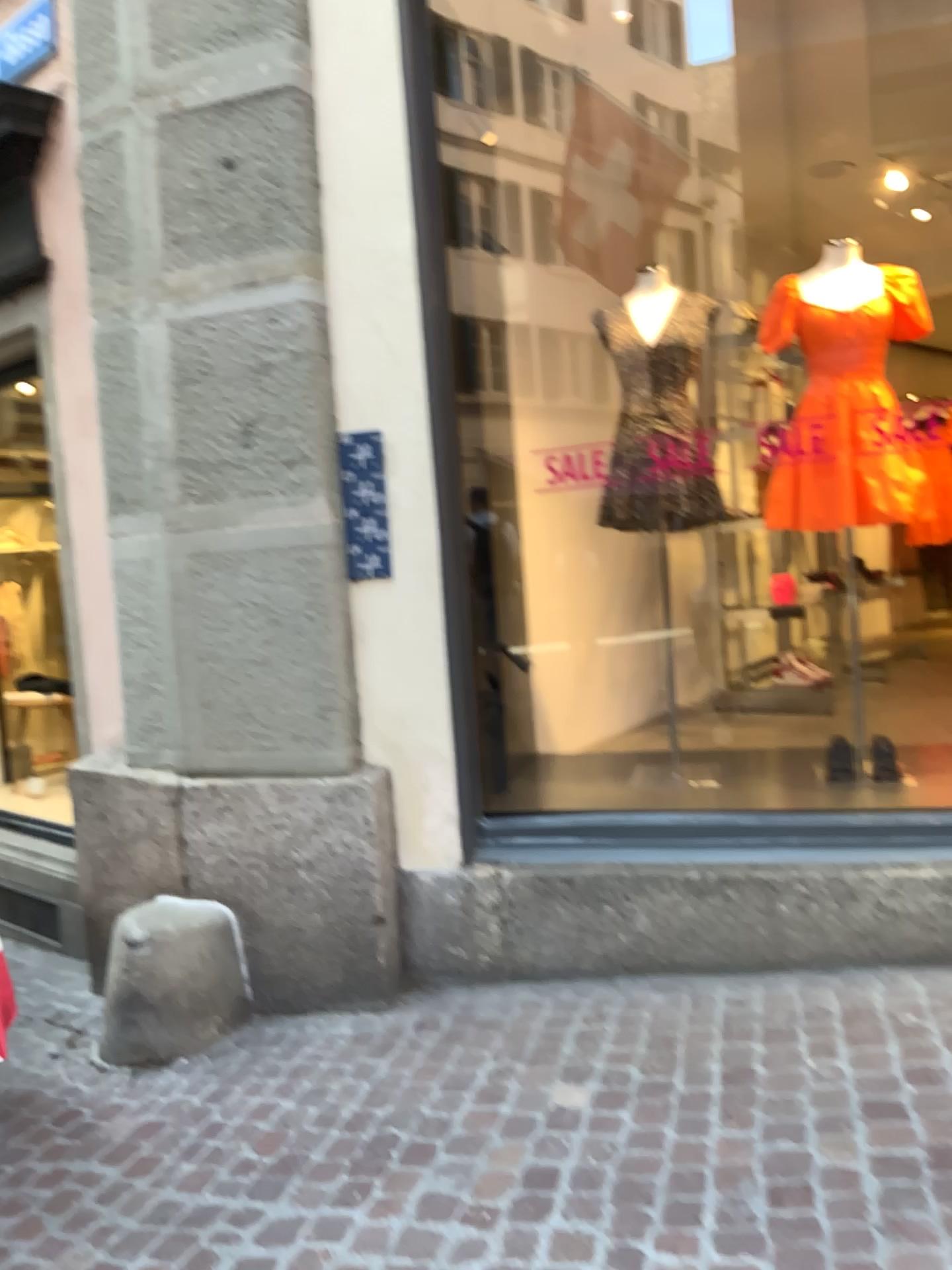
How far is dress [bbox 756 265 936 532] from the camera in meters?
3.3

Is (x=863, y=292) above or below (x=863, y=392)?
above

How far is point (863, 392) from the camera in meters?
3.3 m

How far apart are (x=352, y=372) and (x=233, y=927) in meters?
1.7 m
